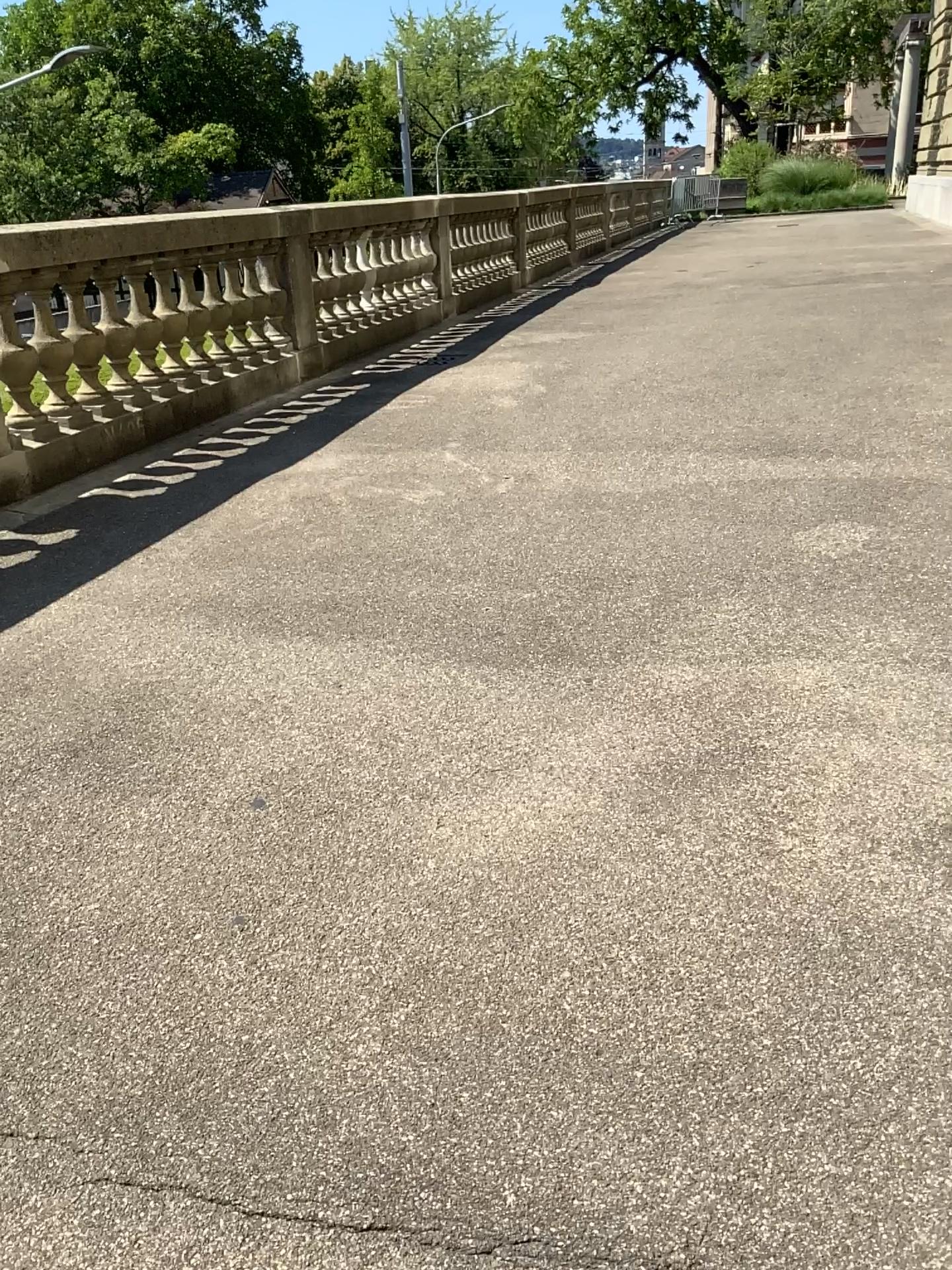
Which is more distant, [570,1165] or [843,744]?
[843,744]
